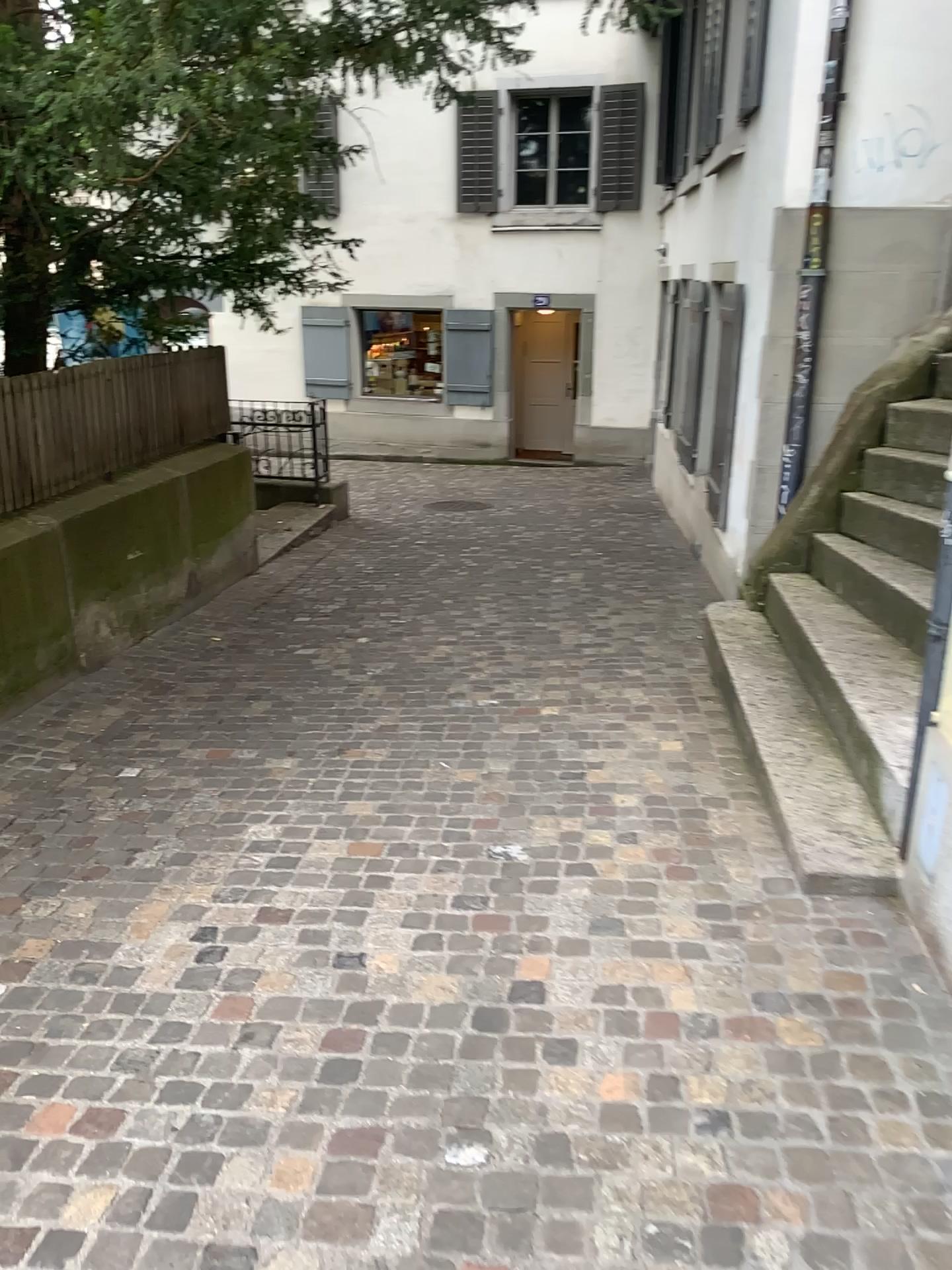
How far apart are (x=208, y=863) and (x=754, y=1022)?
1.7 meters
